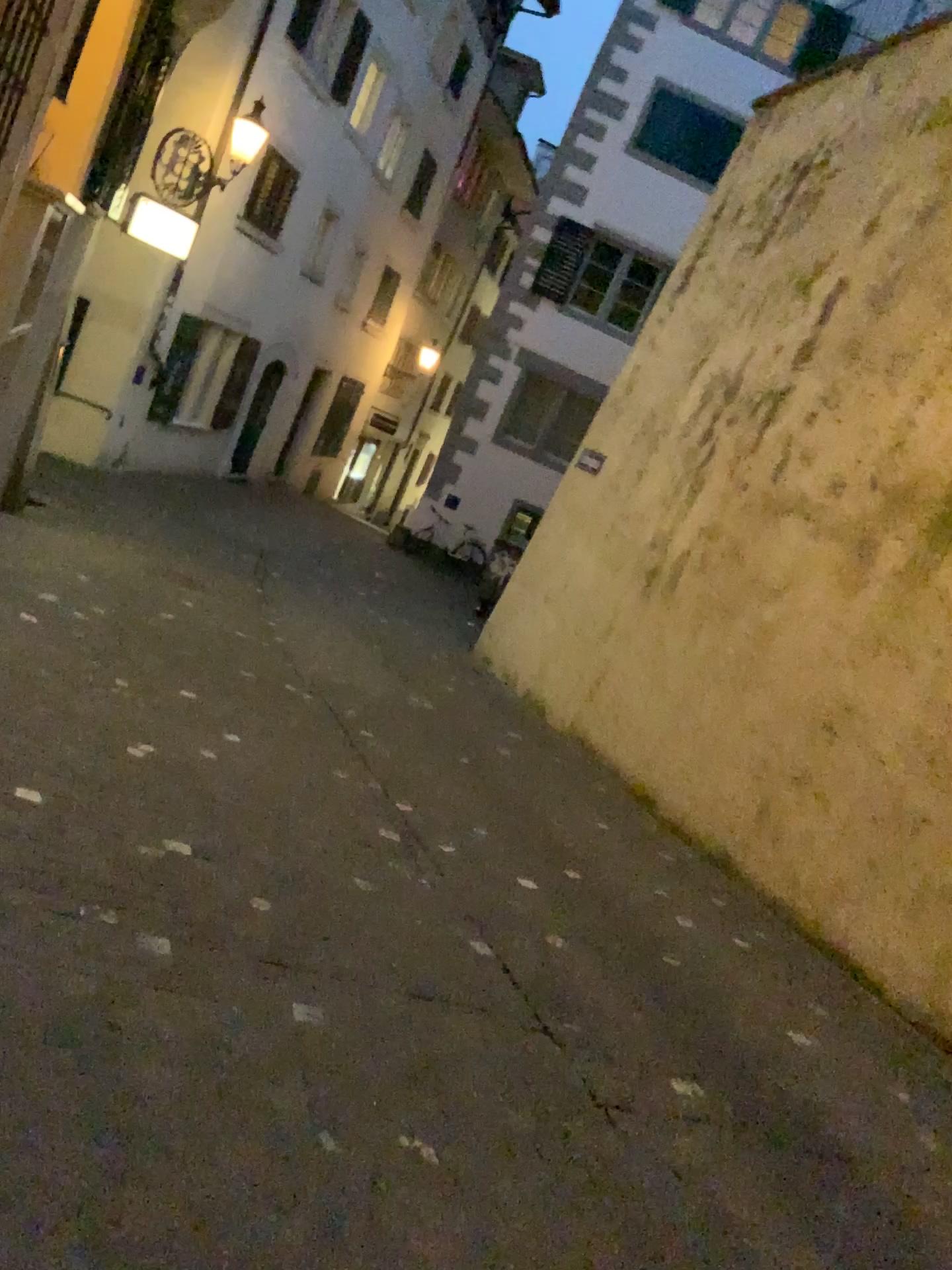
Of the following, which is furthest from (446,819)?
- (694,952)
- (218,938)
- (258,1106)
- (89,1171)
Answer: (89,1171)
